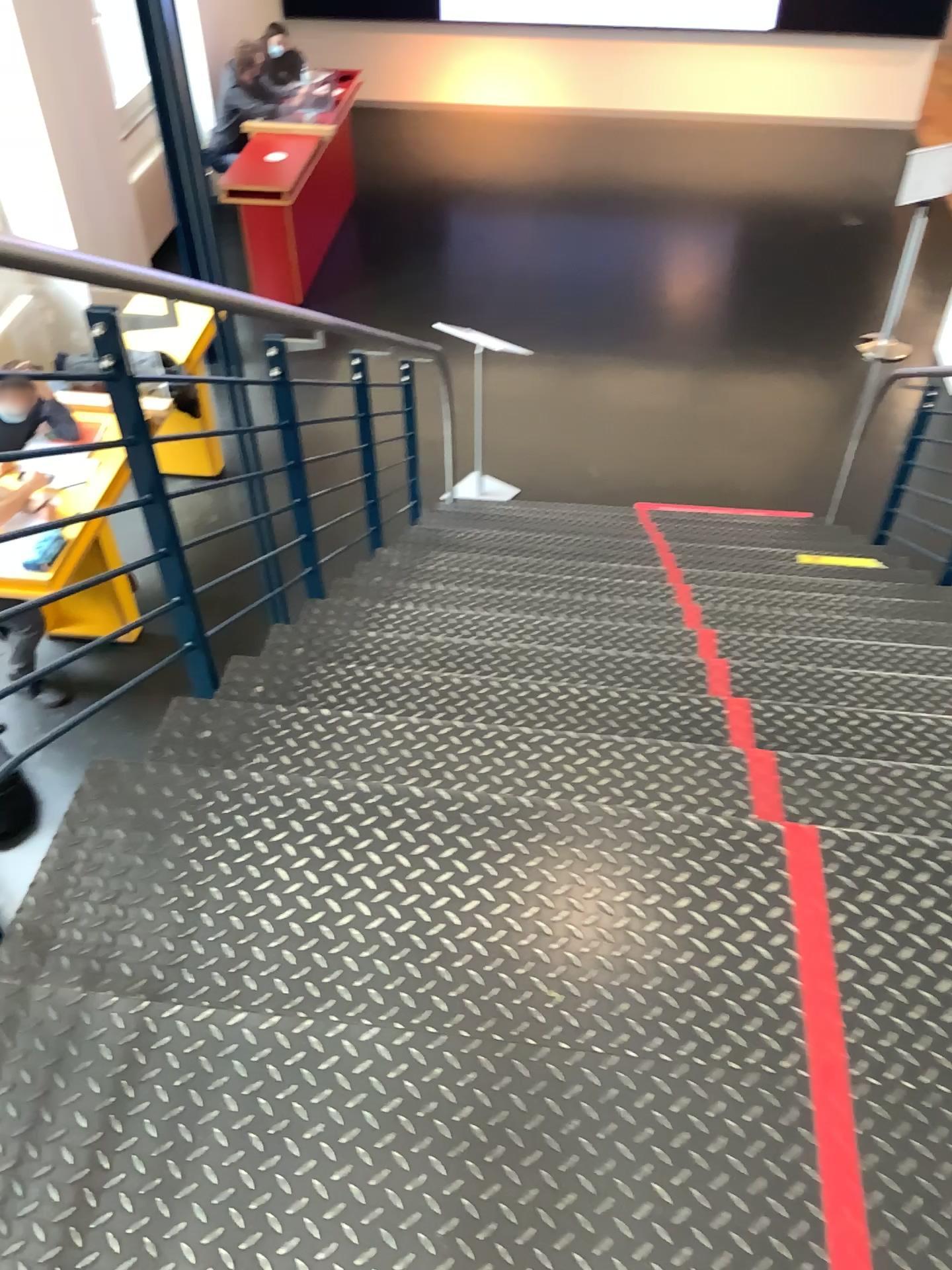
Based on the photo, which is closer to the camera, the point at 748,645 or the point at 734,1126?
the point at 734,1126
